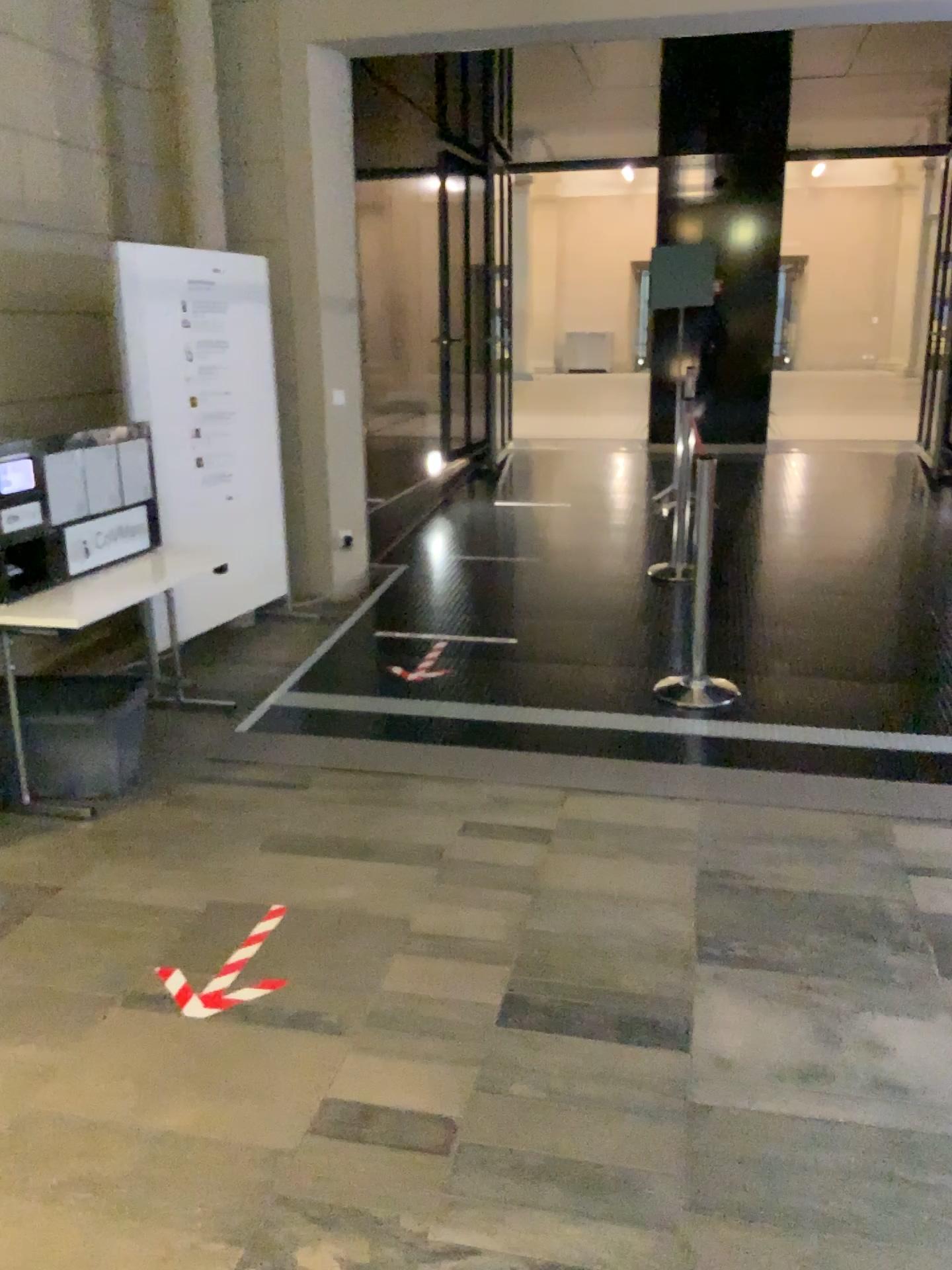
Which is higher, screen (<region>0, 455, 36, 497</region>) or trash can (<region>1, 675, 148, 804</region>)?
screen (<region>0, 455, 36, 497</region>)

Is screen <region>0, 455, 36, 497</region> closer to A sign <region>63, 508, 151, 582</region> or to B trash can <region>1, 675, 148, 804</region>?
A sign <region>63, 508, 151, 582</region>

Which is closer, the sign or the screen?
the screen

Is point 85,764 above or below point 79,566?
below

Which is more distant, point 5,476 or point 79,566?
point 79,566

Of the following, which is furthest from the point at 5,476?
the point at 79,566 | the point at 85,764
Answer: the point at 85,764

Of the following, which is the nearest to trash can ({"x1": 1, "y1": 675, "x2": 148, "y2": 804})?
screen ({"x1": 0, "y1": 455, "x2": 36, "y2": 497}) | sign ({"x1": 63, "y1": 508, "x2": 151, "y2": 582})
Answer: sign ({"x1": 63, "y1": 508, "x2": 151, "y2": 582})

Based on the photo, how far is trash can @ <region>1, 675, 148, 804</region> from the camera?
3.68m

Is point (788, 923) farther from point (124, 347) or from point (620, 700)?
point (124, 347)
